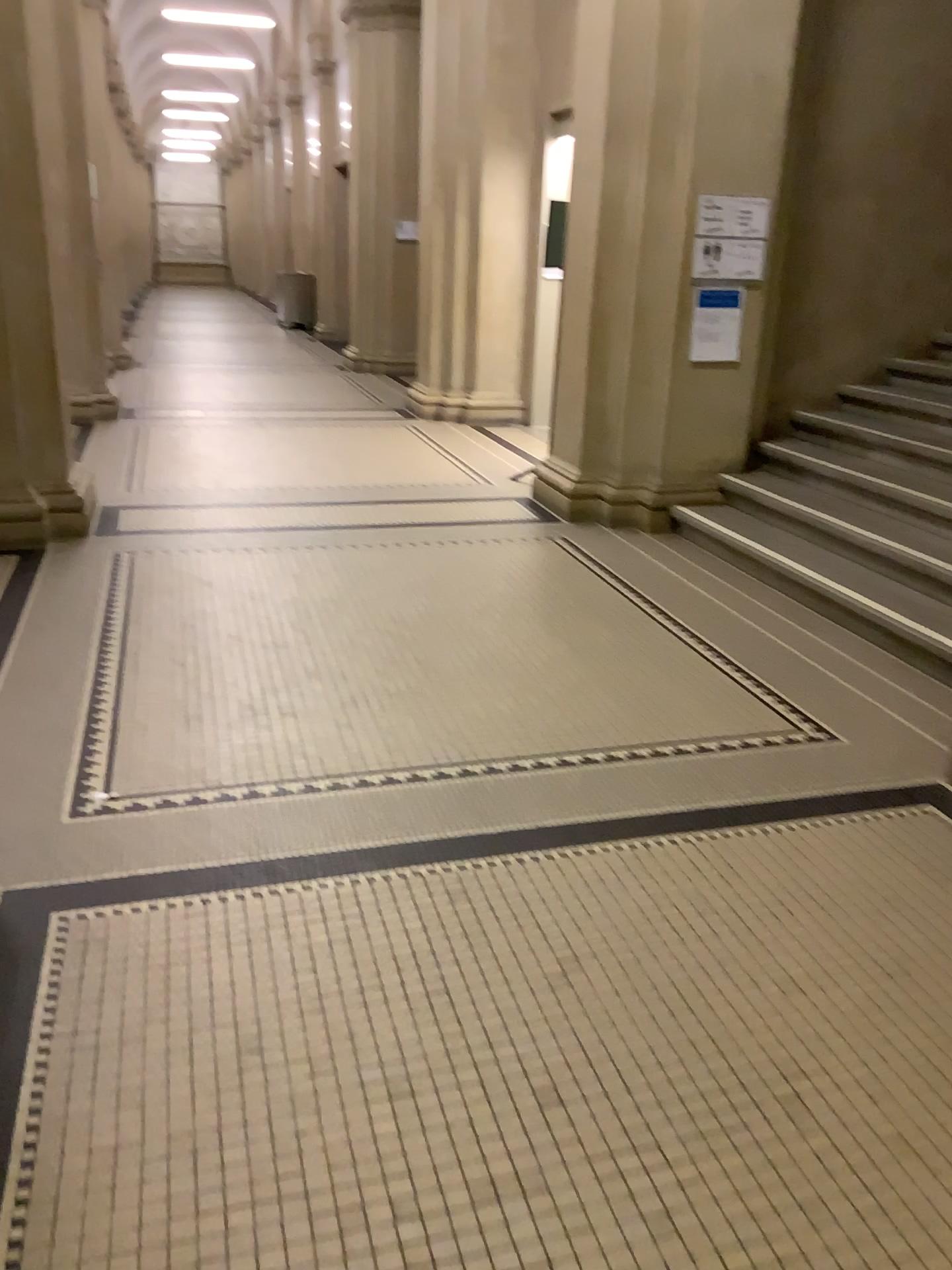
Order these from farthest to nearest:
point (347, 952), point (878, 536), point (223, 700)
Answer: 1. point (878, 536)
2. point (223, 700)
3. point (347, 952)
